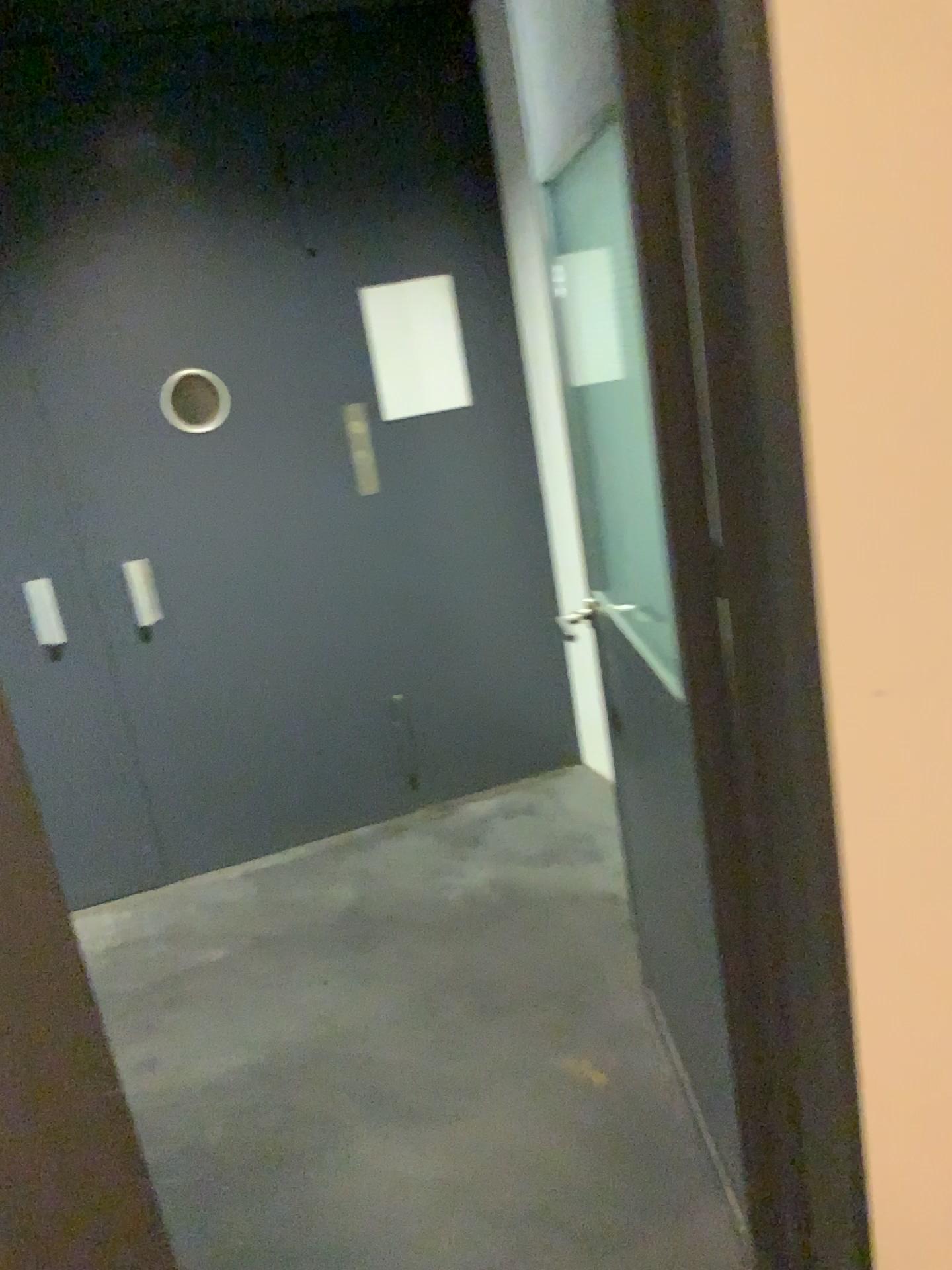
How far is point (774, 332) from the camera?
1.15m

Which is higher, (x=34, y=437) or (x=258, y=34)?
(x=258, y=34)
